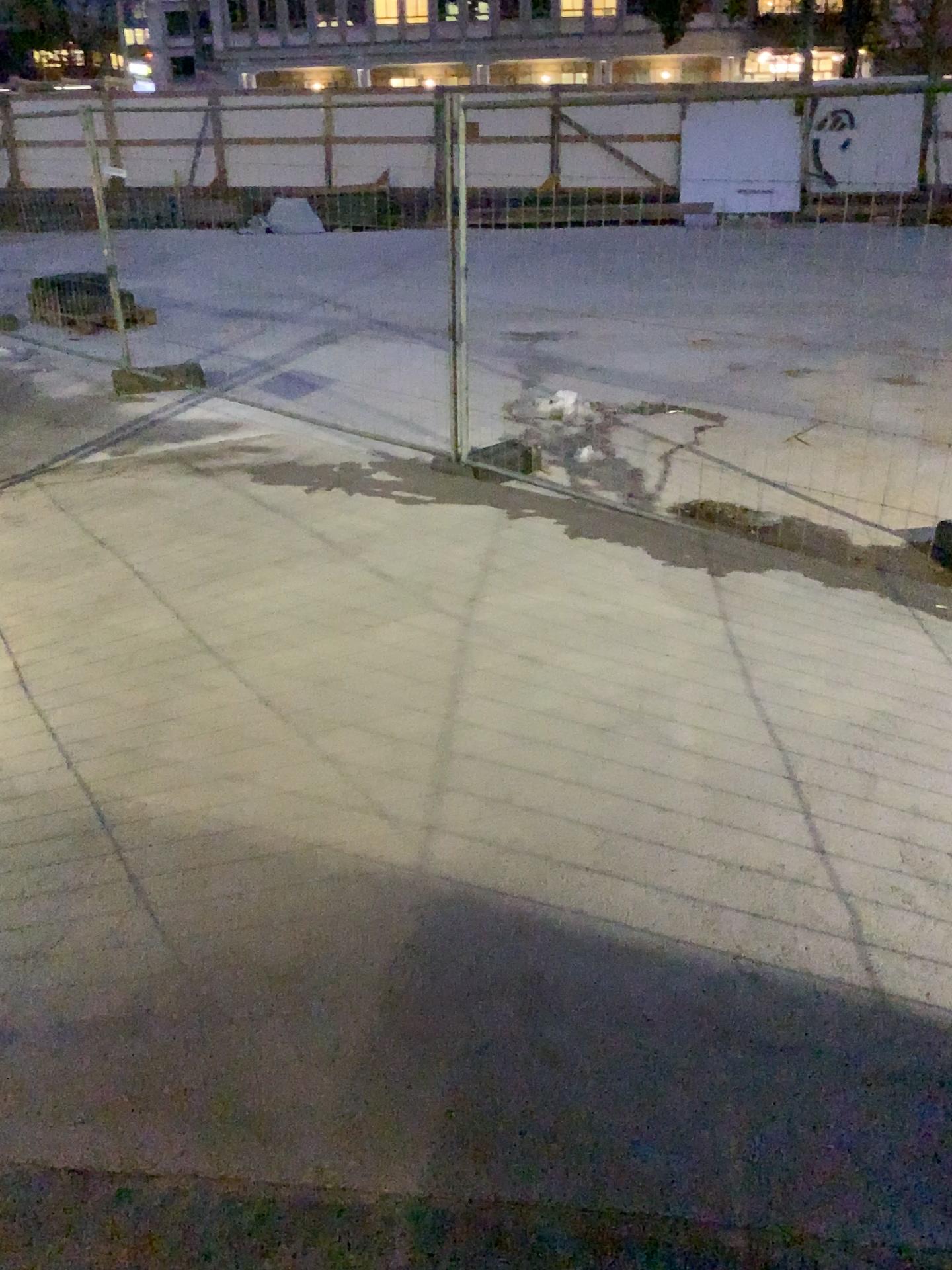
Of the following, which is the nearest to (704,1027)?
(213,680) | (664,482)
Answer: (213,680)
